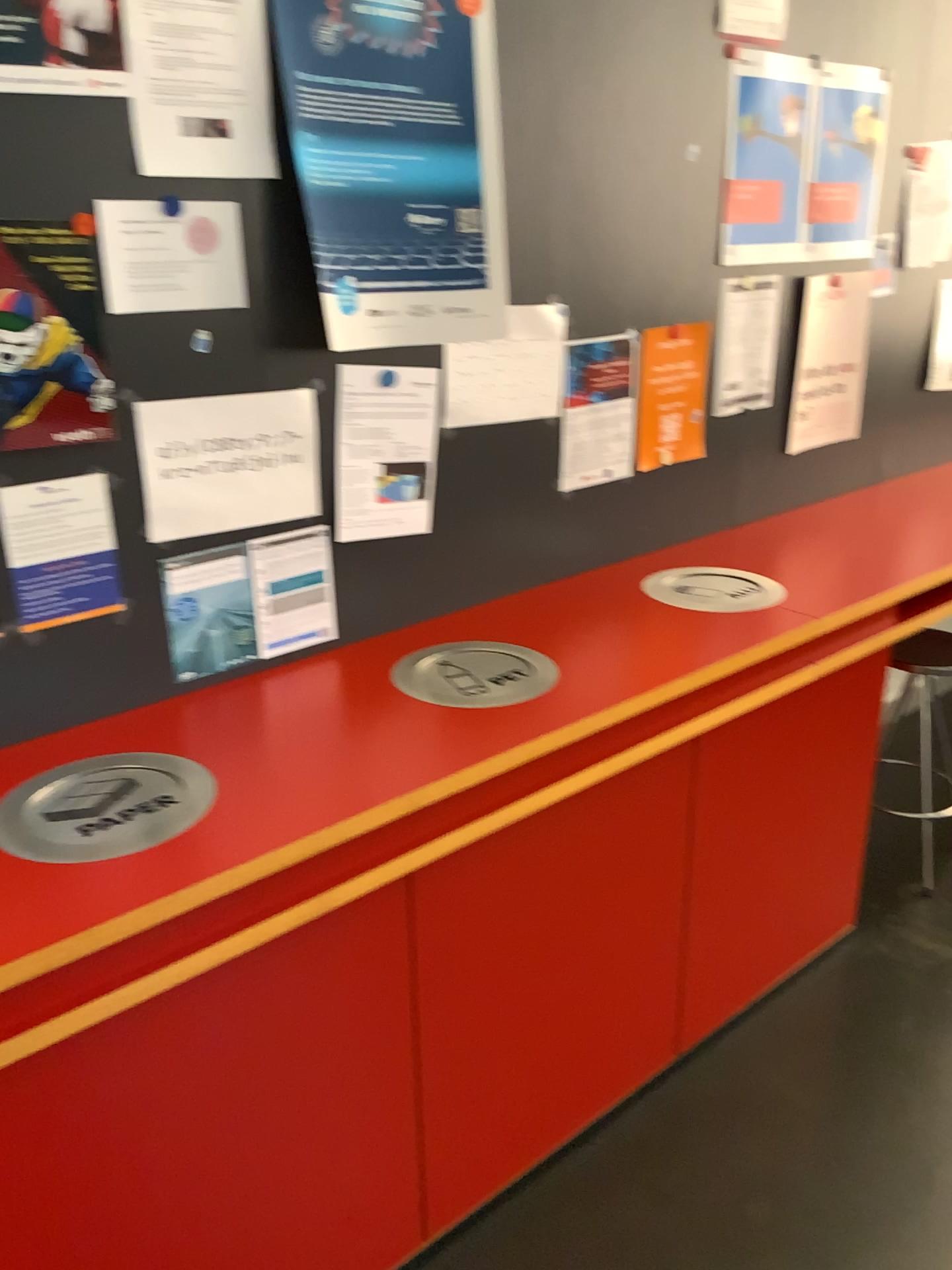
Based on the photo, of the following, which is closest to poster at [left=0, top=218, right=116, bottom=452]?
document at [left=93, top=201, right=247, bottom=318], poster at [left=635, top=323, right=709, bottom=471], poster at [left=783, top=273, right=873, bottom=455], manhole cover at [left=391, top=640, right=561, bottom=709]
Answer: document at [left=93, top=201, right=247, bottom=318]

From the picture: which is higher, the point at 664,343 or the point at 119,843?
the point at 664,343

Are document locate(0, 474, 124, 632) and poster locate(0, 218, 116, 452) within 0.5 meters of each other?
yes

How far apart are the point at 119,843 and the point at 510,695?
0.7 meters

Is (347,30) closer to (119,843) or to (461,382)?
(461,382)

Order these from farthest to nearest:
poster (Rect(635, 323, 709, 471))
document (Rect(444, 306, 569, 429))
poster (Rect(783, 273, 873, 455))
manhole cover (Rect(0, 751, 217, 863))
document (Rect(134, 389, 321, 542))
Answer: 1. poster (Rect(783, 273, 873, 455))
2. poster (Rect(635, 323, 709, 471))
3. document (Rect(444, 306, 569, 429))
4. document (Rect(134, 389, 321, 542))
5. manhole cover (Rect(0, 751, 217, 863))

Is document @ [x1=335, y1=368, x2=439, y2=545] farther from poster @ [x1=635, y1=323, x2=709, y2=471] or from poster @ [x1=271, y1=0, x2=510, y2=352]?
poster @ [x1=635, y1=323, x2=709, y2=471]

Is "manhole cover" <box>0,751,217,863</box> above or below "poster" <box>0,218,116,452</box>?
below

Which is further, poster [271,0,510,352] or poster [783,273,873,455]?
poster [783,273,873,455]

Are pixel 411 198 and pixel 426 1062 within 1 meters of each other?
no
